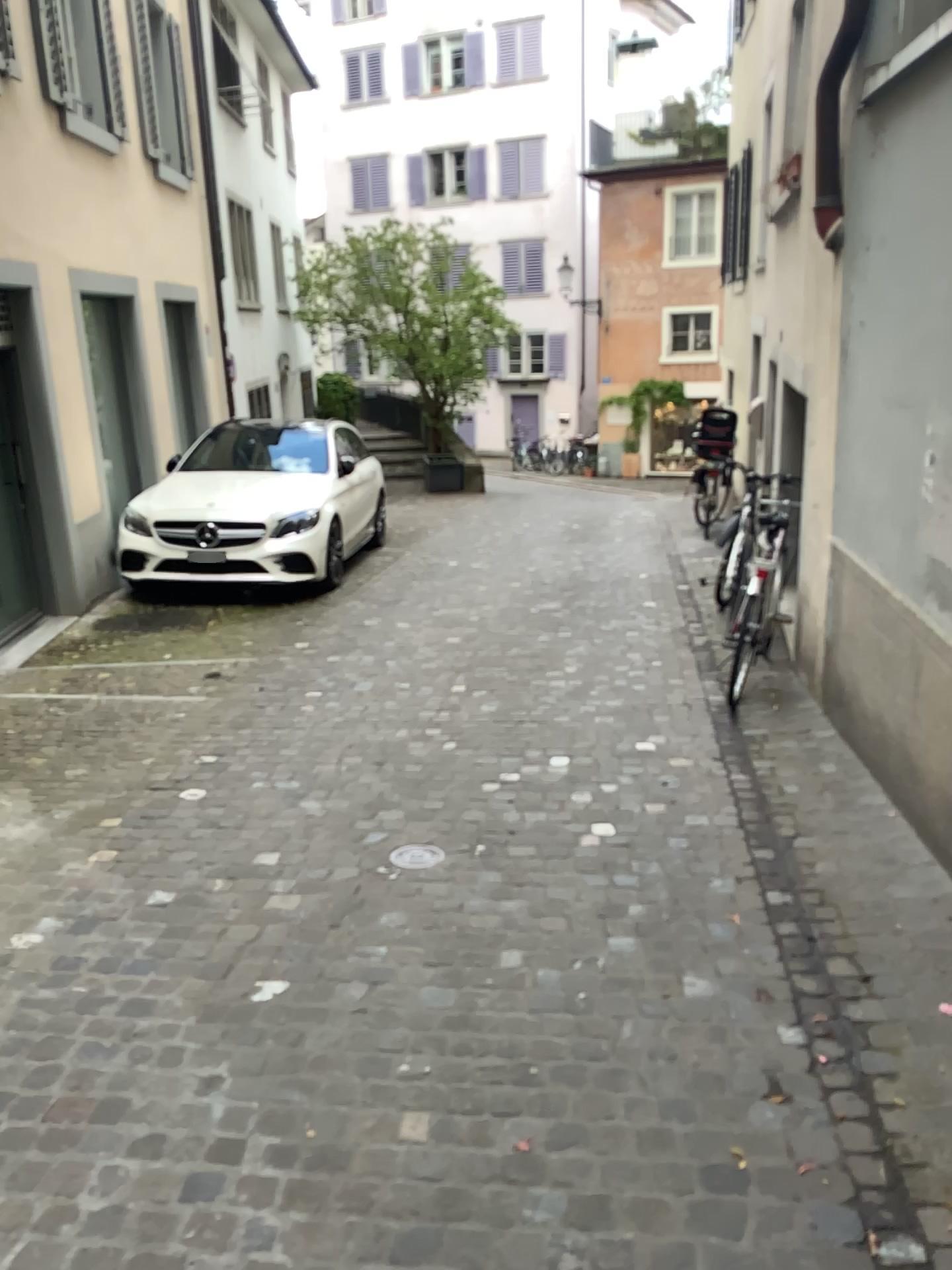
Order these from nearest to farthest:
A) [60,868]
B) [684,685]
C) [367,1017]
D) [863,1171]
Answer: [863,1171] < [367,1017] < [60,868] < [684,685]
